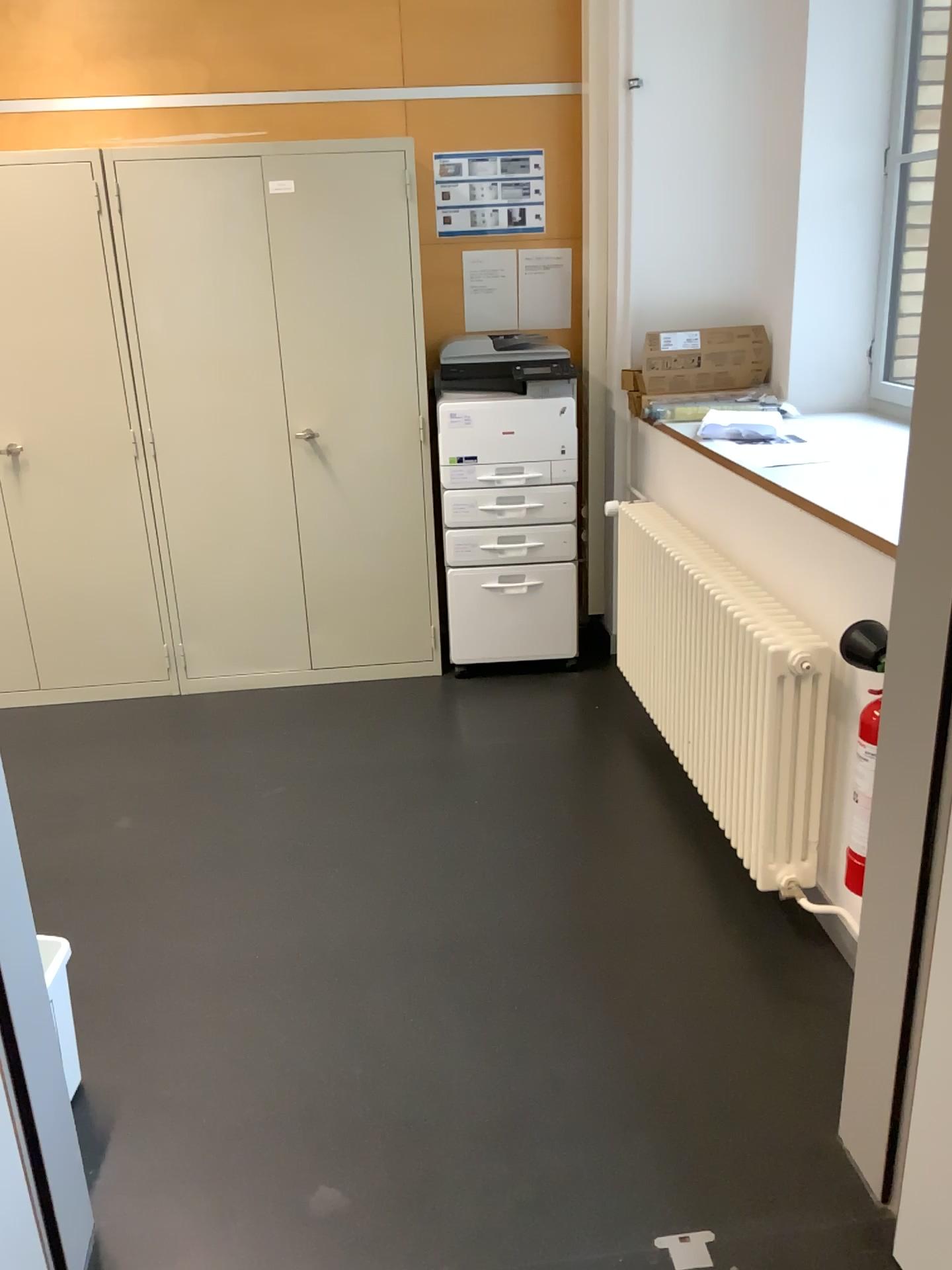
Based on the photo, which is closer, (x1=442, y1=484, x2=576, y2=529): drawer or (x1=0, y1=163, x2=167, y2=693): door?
(x1=0, y1=163, x2=167, y2=693): door

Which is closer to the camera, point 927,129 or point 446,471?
point 927,129

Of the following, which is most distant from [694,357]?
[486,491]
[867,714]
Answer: [867,714]

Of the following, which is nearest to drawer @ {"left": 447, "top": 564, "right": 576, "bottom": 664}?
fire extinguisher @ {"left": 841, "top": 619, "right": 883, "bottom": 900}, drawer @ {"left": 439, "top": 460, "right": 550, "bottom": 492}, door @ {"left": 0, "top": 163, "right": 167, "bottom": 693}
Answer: drawer @ {"left": 439, "top": 460, "right": 550, "bottom": 492}

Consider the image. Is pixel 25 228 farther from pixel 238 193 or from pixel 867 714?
pixel 867 714

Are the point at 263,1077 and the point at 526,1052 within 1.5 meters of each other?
yes

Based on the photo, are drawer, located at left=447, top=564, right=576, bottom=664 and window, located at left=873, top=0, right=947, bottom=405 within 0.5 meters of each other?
no

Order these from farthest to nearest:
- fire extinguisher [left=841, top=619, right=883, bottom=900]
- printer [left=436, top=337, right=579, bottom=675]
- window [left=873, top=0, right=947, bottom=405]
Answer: printer [left=436, top=337, right=579, bottom=675]
window [left=873, top=0, right=947, bottom=405]
fire extinguisher [left=841, top=619, right=883, bottom=900]

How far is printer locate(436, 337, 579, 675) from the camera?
3.7m

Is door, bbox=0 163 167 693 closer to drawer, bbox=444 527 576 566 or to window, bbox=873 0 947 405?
drawer, bbox=444 527 576 566
